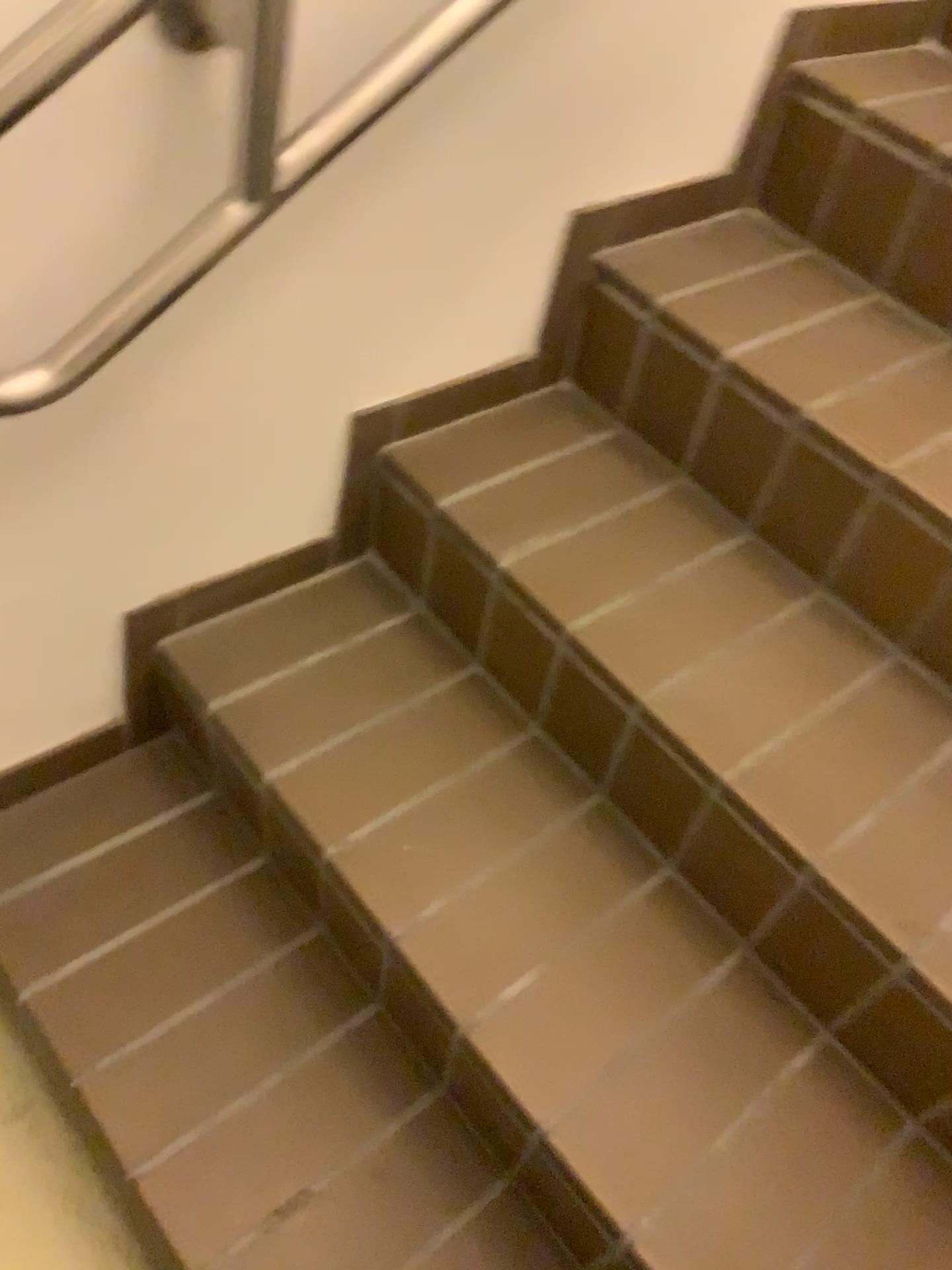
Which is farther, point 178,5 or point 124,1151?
point 124,1151

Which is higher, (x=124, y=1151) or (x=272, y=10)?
(x=272, y=10)

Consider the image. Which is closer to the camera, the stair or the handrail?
the handrail

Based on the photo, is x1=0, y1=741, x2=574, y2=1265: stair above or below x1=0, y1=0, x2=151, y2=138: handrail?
below

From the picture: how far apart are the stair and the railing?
0.57m

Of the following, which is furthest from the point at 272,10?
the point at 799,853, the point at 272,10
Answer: the point at 799,853

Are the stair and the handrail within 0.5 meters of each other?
no

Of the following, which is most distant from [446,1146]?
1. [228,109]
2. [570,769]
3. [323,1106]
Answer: [228,109]

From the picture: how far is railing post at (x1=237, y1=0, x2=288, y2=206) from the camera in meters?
0.8 m

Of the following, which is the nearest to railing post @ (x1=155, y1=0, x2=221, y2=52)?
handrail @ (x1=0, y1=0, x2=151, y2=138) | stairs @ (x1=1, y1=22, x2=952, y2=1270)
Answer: handrail @ (x1=0, y1=0, x2=151, y2=138)
